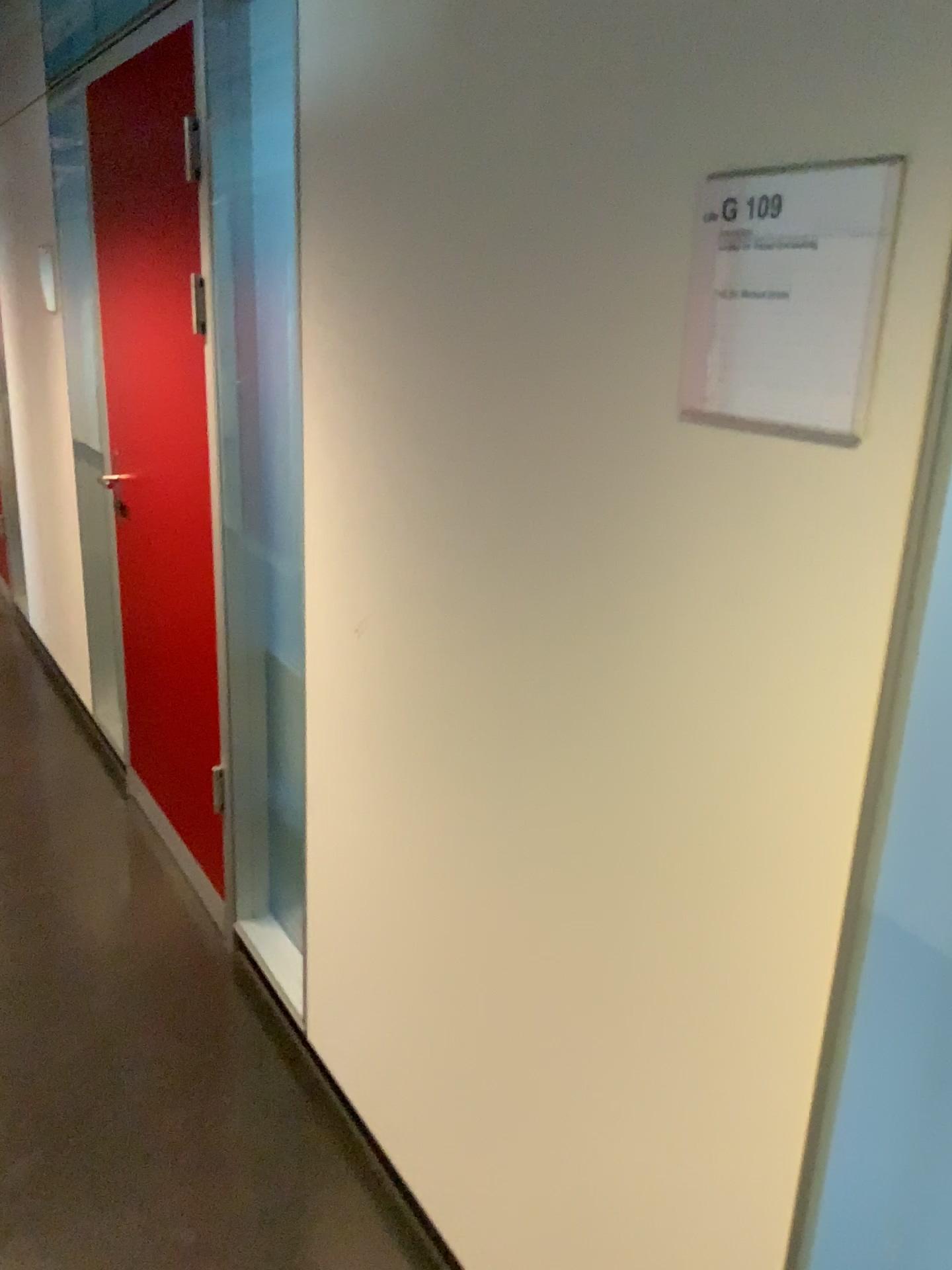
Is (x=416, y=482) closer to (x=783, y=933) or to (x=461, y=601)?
(x=461, y=601)

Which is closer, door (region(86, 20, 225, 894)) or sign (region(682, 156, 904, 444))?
sign (region(682, 156, 904, 444))

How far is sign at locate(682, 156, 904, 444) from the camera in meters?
0.8

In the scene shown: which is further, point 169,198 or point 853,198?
point 169,198

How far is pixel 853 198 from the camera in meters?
0.8 m
